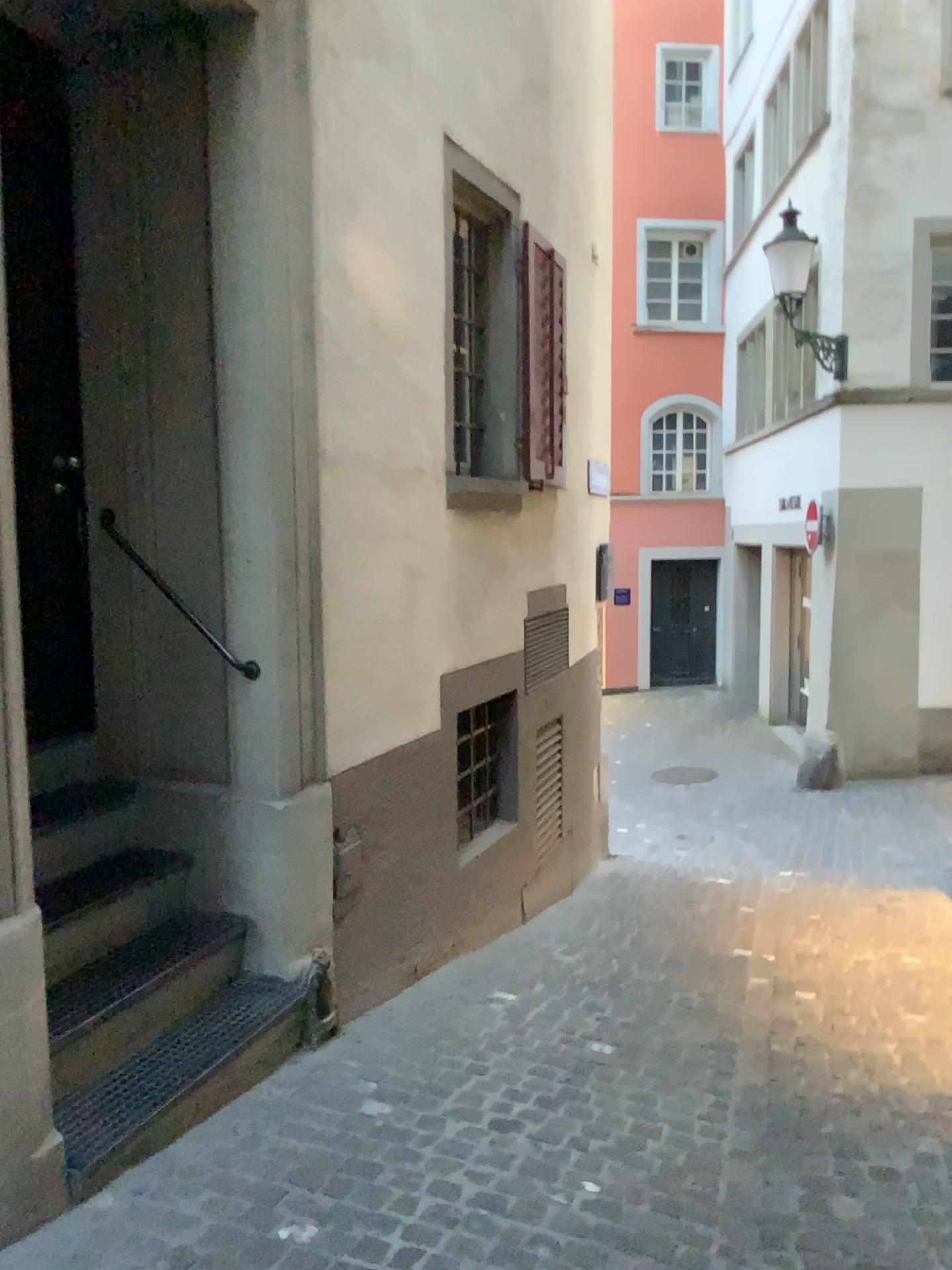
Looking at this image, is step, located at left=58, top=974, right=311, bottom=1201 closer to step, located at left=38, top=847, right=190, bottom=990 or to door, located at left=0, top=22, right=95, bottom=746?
step, located at left=38, top=847, right=190, bottom=990

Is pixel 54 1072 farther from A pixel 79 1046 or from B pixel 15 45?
B pixel 15 45

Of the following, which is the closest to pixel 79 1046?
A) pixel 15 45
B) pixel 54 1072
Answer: pixel 54 1072

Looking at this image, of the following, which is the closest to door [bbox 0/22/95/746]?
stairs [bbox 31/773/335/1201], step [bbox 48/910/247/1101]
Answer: stairs [bbox 31/773/335/1201]

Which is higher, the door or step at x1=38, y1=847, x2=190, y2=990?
the door

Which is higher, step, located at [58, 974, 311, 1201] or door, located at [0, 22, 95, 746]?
door, located at [0, 22, 95, 746]

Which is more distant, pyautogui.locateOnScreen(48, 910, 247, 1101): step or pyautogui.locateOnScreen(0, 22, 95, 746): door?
pyautogui.locateOnScreen(0, 22, 95, 746): door

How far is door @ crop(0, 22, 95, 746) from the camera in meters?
3.2

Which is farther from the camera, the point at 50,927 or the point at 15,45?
the point at 15,45

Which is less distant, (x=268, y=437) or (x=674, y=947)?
(x=268, y=437)
